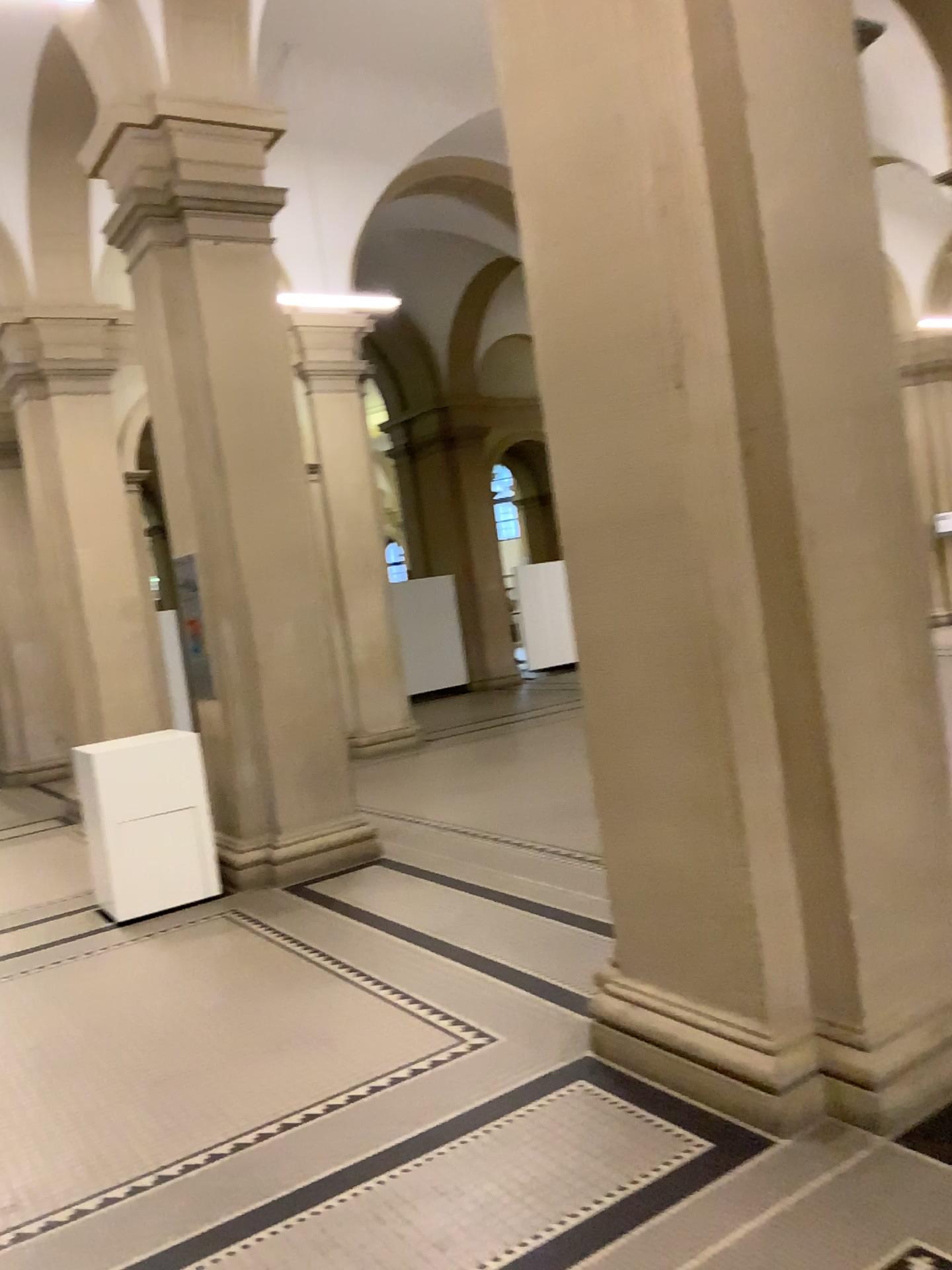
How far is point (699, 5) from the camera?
2.93m

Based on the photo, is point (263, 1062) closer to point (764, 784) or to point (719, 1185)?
point (719, 1185)

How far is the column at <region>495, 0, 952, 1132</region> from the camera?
2.9m
